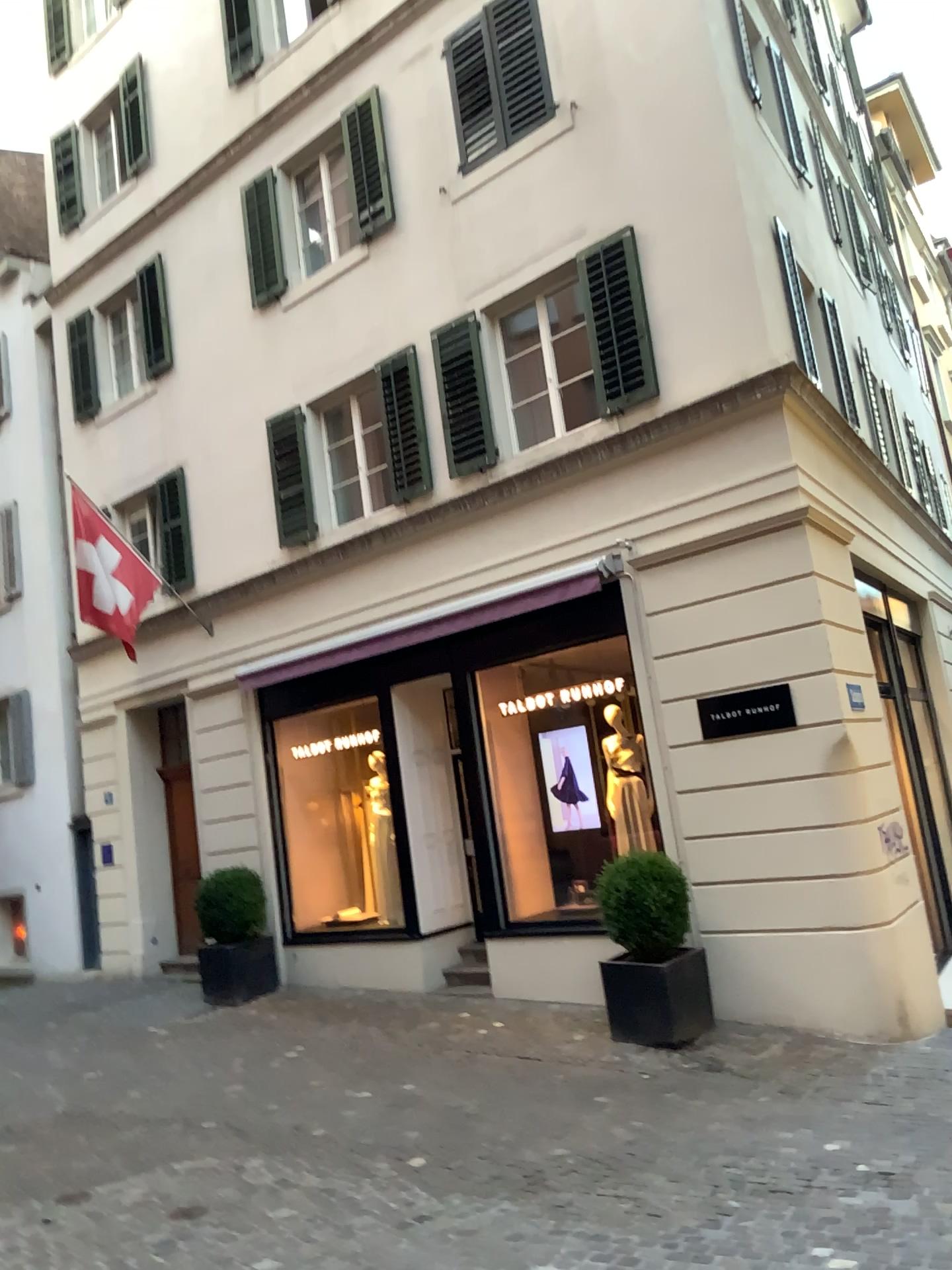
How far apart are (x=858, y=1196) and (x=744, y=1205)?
0.47m
